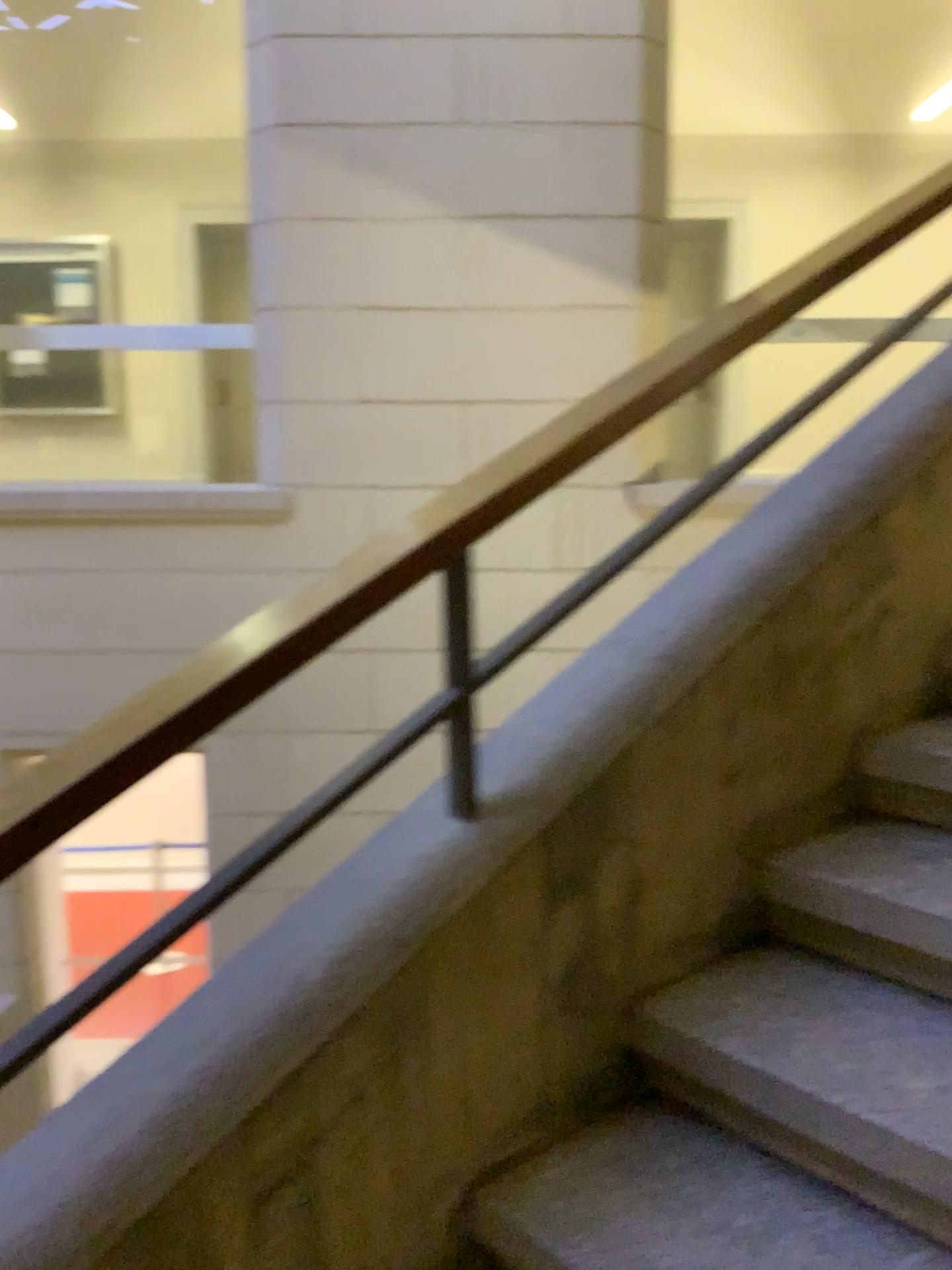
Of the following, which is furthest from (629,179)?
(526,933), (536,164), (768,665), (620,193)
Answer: (526,933)

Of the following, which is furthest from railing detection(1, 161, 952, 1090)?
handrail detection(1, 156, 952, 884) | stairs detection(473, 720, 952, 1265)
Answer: stairs detection(473, 720, 952, 1265)

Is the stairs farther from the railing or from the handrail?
the handrail

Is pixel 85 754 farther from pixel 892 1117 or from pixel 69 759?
pixel 892 1117

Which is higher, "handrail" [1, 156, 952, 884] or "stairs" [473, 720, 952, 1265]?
"handrail" [1, 156, 952, 884]

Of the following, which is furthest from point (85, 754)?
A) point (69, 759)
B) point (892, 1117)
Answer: point (892, 1117)

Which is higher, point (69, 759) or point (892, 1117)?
point (69, 759)
